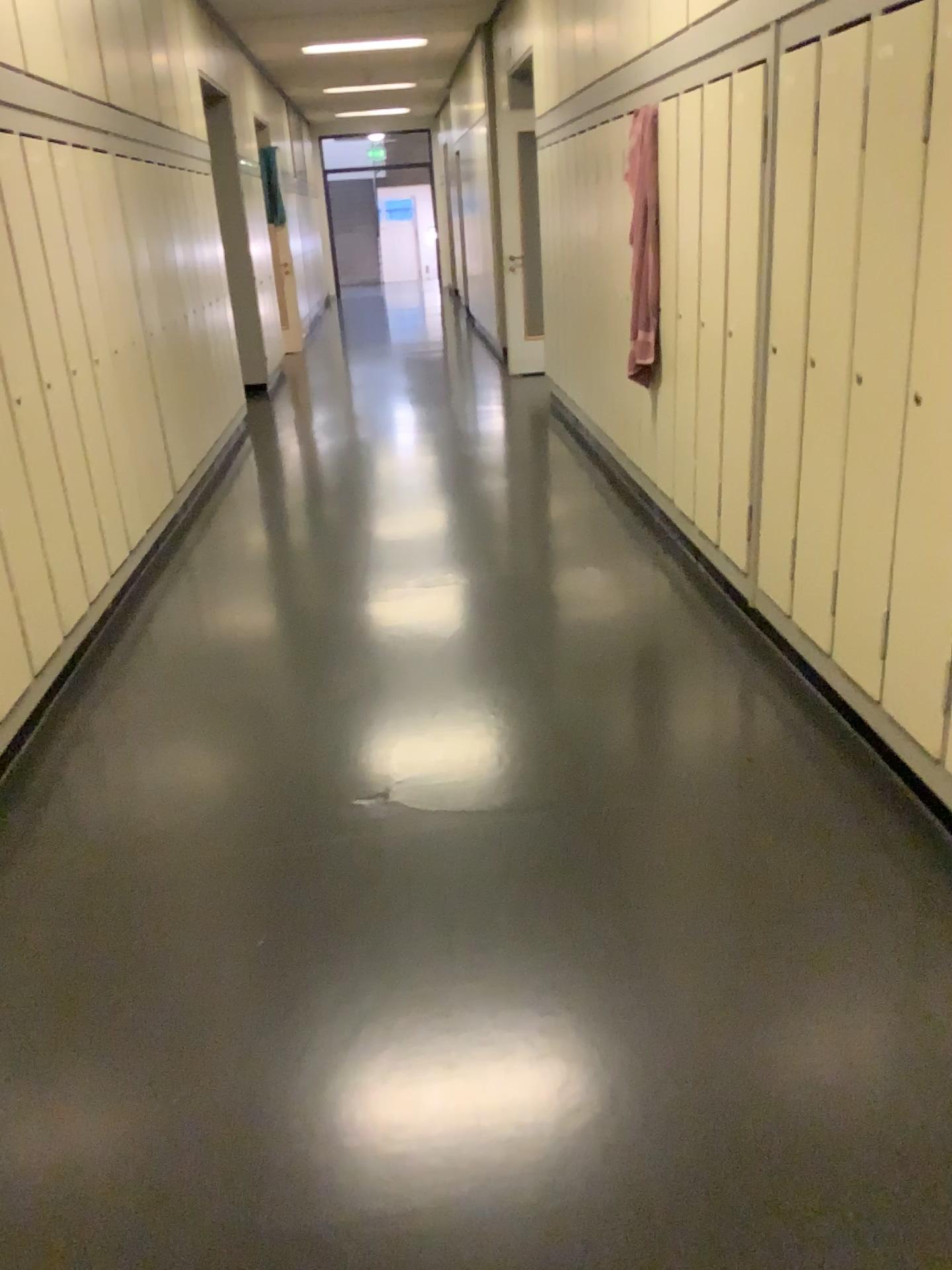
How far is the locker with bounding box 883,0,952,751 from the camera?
2.15m

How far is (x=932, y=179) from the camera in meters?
2.2 m

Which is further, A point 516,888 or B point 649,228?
B point 649,228

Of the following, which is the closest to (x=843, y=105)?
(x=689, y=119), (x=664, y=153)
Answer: (x=689, y=119)

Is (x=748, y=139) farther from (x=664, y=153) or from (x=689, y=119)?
(x=664, y=153)

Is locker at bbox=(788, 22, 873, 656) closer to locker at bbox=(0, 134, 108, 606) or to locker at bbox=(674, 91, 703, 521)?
locker at bbox=(674, 91, 703, 521)

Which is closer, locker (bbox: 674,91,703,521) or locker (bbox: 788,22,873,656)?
locker (bbox: 788,22,873,656)

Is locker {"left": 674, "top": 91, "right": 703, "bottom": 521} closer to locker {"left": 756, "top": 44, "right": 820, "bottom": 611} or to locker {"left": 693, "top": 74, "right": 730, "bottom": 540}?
locker {"left": 693, "top": 74, "right": 730, "bottom": 540}

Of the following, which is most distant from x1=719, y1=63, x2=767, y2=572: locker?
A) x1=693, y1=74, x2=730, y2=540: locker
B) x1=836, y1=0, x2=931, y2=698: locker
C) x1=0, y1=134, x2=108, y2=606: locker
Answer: x1=0, y1=134, x2=108, y2=606: locker

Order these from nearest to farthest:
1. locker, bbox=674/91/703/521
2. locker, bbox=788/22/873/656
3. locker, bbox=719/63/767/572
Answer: locker, bbox=788/22/873/656
locker, bbox=719/63/767/572
locker, bbox=674/91/703/521
